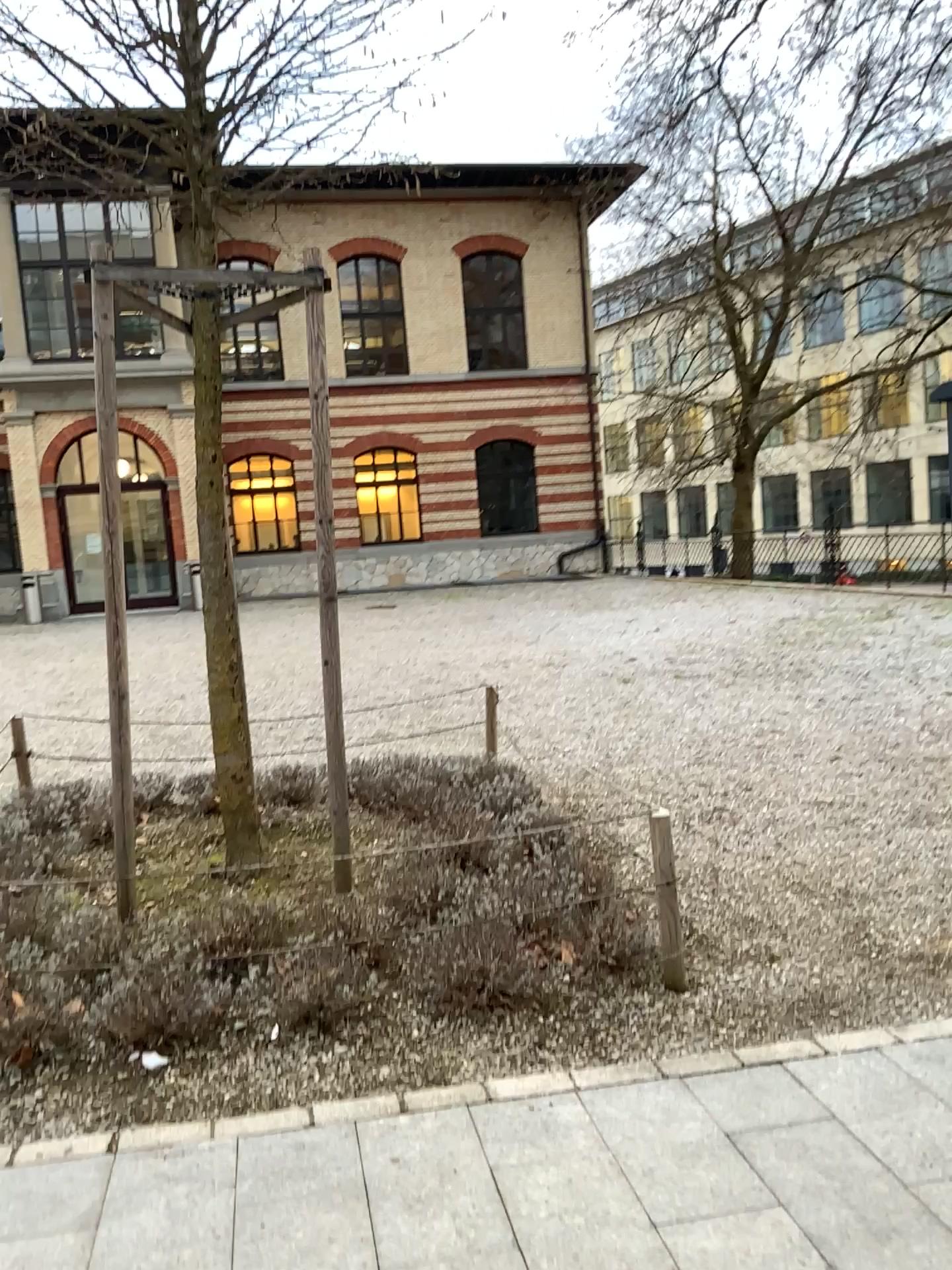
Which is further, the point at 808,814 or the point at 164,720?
the point at 164,720
